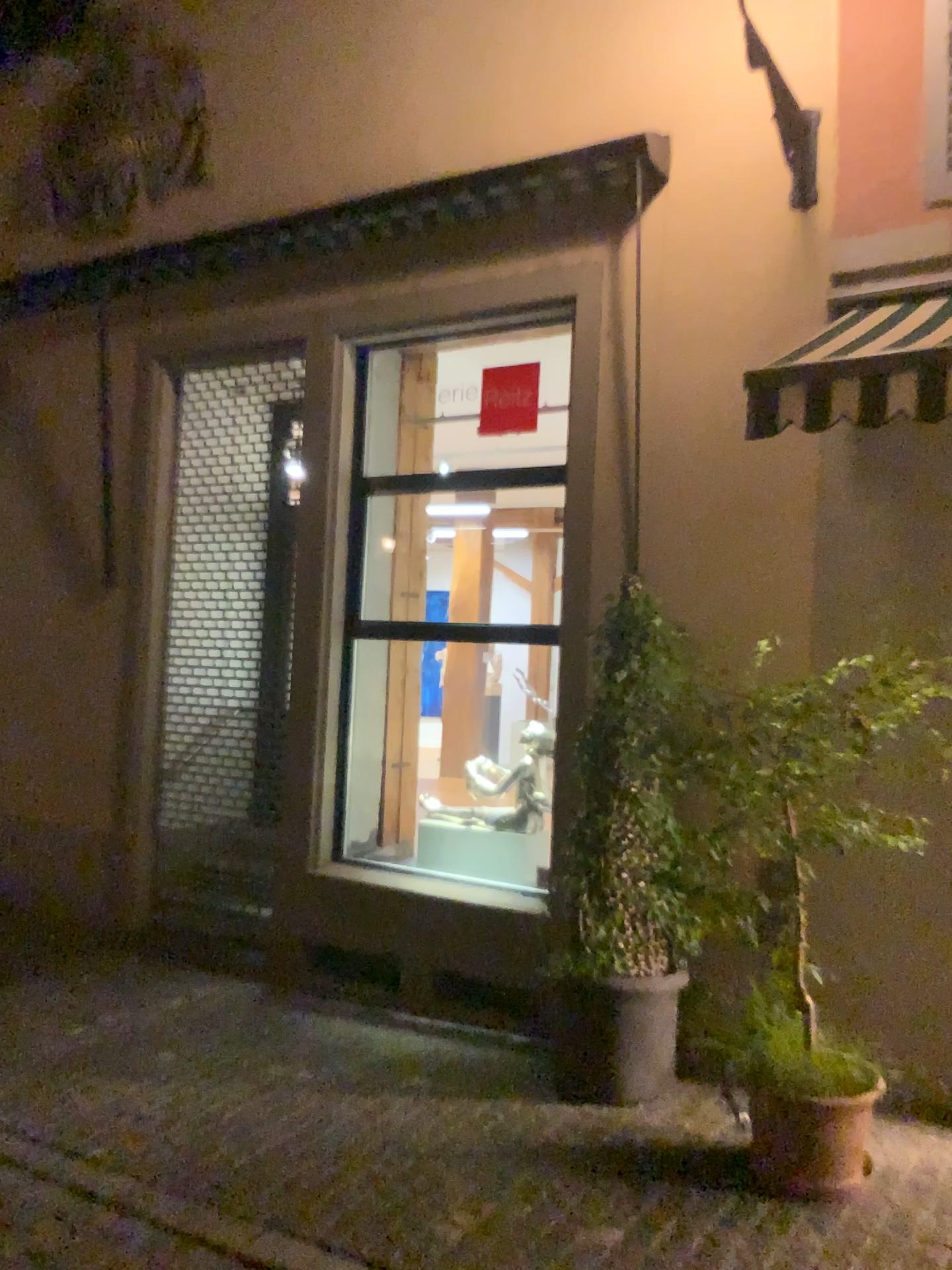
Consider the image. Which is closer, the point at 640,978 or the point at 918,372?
the point at 918,372

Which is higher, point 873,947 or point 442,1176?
point 873,947

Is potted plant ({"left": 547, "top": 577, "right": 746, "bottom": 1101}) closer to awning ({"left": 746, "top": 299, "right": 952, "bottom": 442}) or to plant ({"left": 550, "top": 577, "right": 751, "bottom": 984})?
plant ({"left": 550, "top": 577, "right": 751, "bottom": 984})

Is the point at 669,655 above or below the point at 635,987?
above

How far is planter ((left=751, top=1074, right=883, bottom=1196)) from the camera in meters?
3.5 m

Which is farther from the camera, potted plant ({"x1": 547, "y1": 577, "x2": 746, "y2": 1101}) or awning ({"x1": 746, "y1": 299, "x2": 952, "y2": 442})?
potted plant ({"x1": 547, "y1": 577, "x2": 746, "y2": 1101})

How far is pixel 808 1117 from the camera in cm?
349

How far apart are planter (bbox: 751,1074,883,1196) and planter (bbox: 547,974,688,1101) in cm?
74

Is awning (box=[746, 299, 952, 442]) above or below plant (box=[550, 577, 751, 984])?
above

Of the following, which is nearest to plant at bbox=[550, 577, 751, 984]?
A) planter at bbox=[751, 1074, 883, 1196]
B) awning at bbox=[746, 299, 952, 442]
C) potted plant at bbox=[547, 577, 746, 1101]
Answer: potted plant at bbox=[547, 577, 746, 1101]
